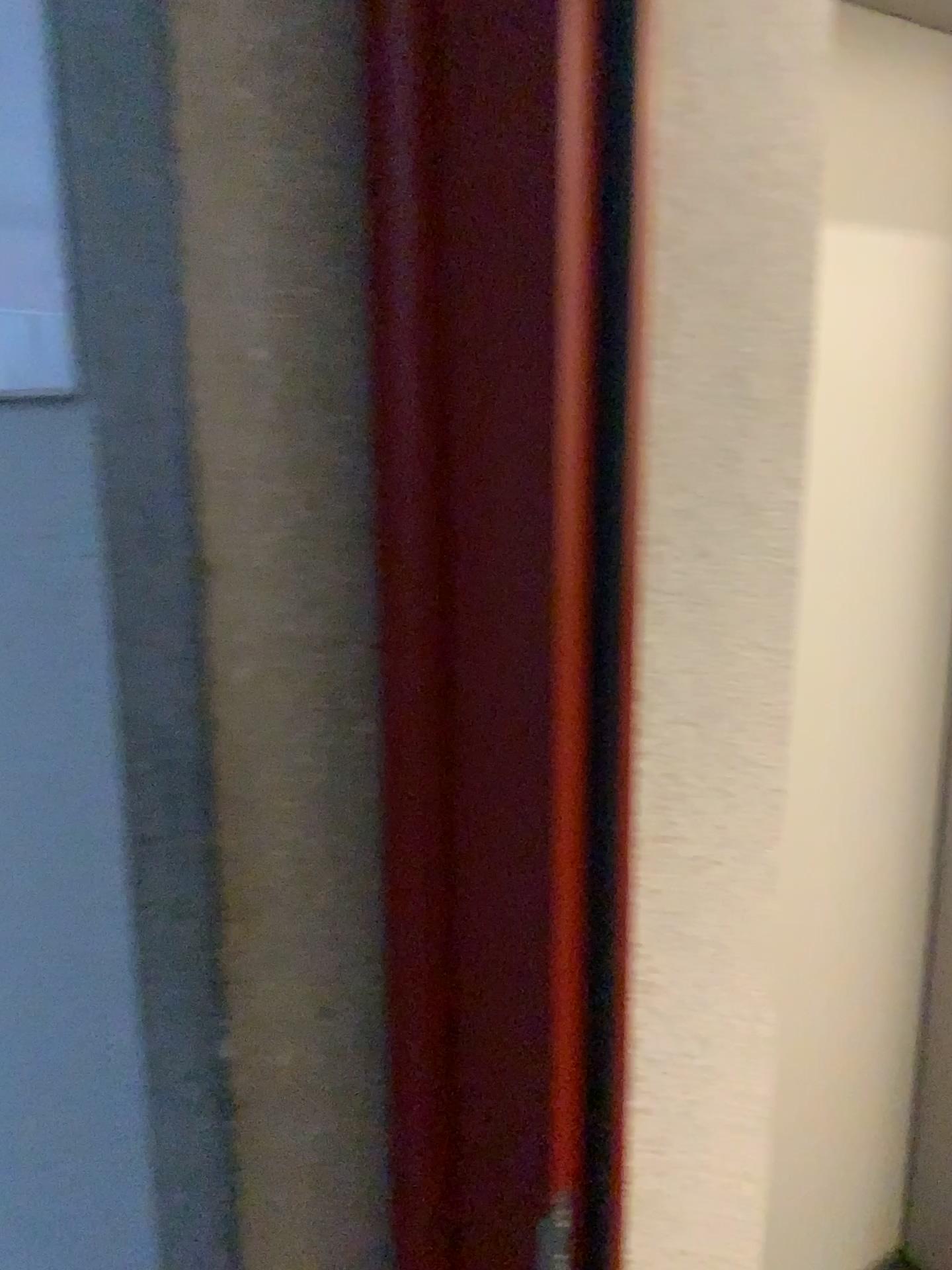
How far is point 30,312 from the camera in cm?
52

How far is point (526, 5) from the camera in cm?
47

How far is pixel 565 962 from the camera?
0.54m

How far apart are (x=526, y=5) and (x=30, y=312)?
0.27m

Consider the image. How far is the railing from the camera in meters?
0.5

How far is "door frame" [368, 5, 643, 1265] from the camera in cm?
47
